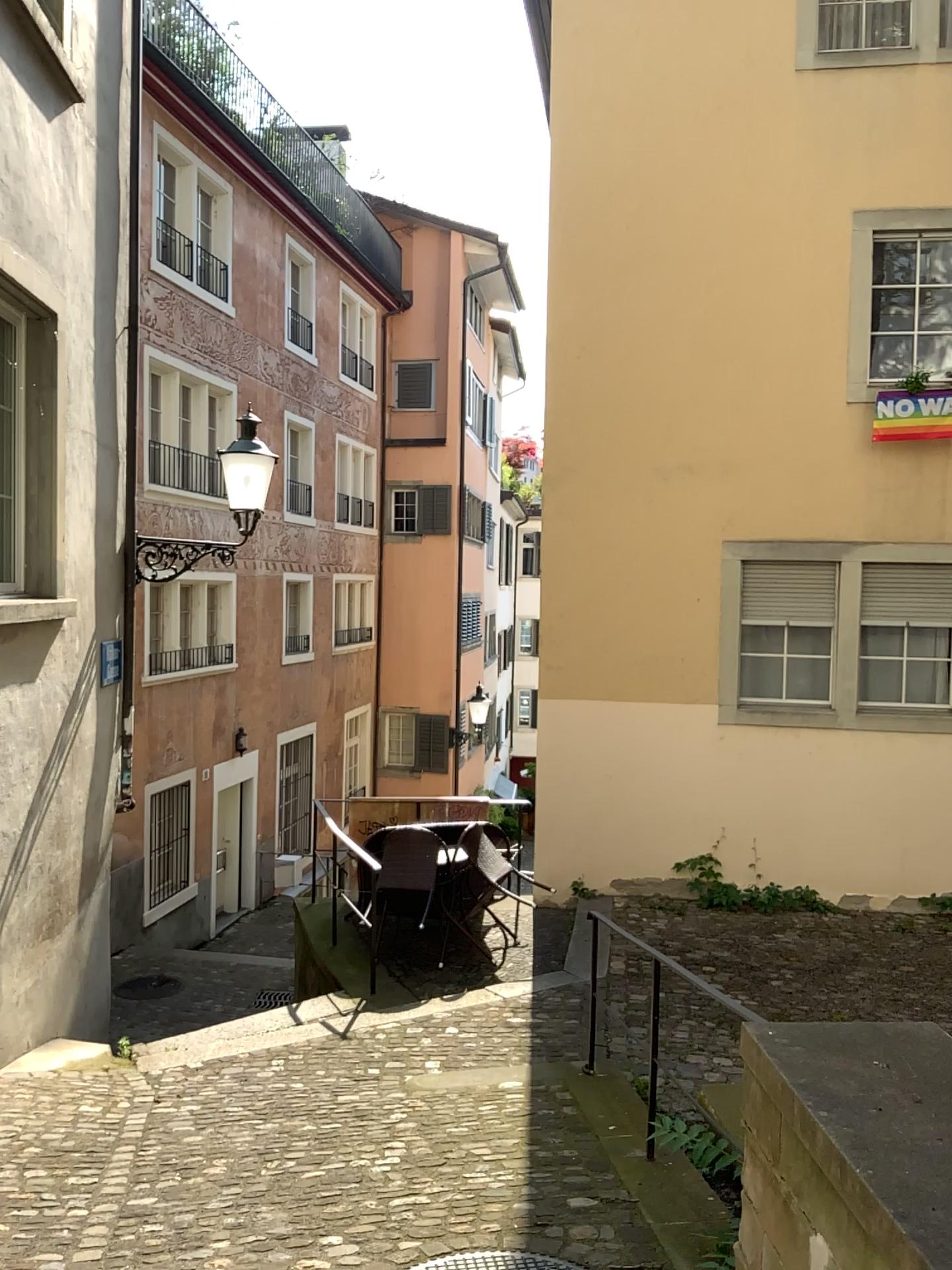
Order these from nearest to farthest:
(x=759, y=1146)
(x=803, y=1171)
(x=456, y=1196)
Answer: (x=803, y=1171) → (x=759, y=1146) → (x=456, y=1196)
